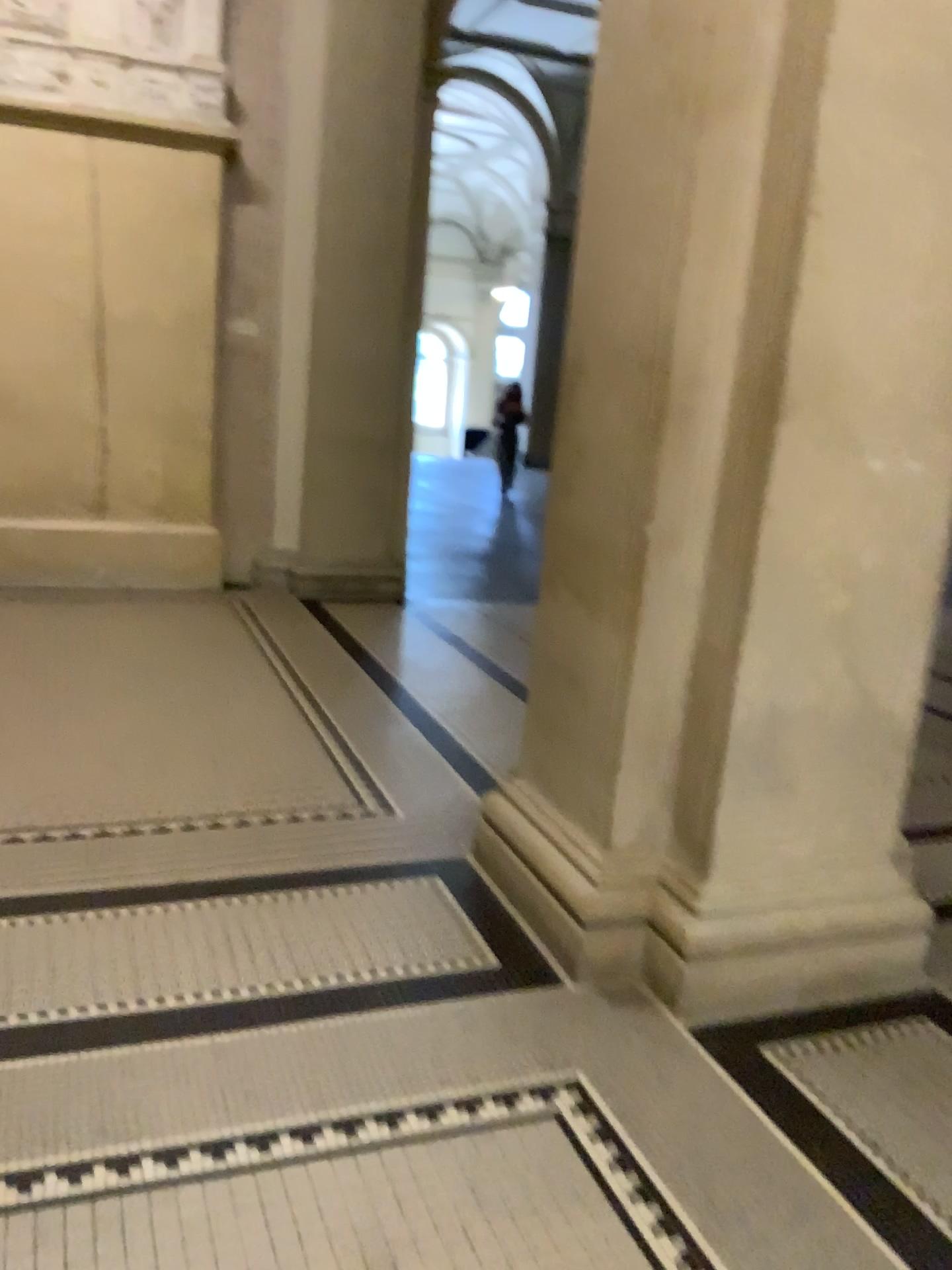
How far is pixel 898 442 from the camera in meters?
2.4 m
